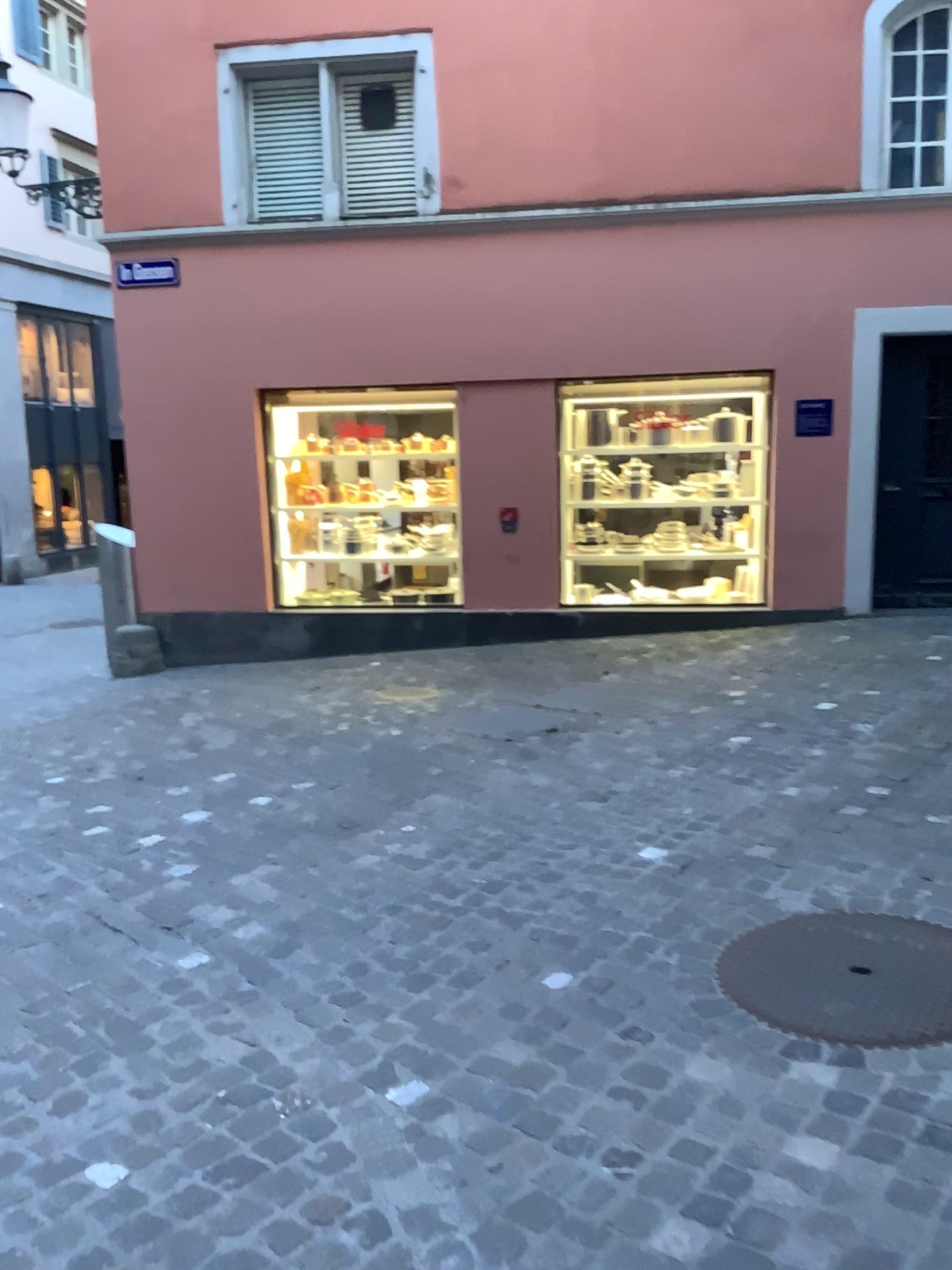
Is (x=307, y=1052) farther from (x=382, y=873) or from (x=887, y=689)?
(x=887, y=689)
